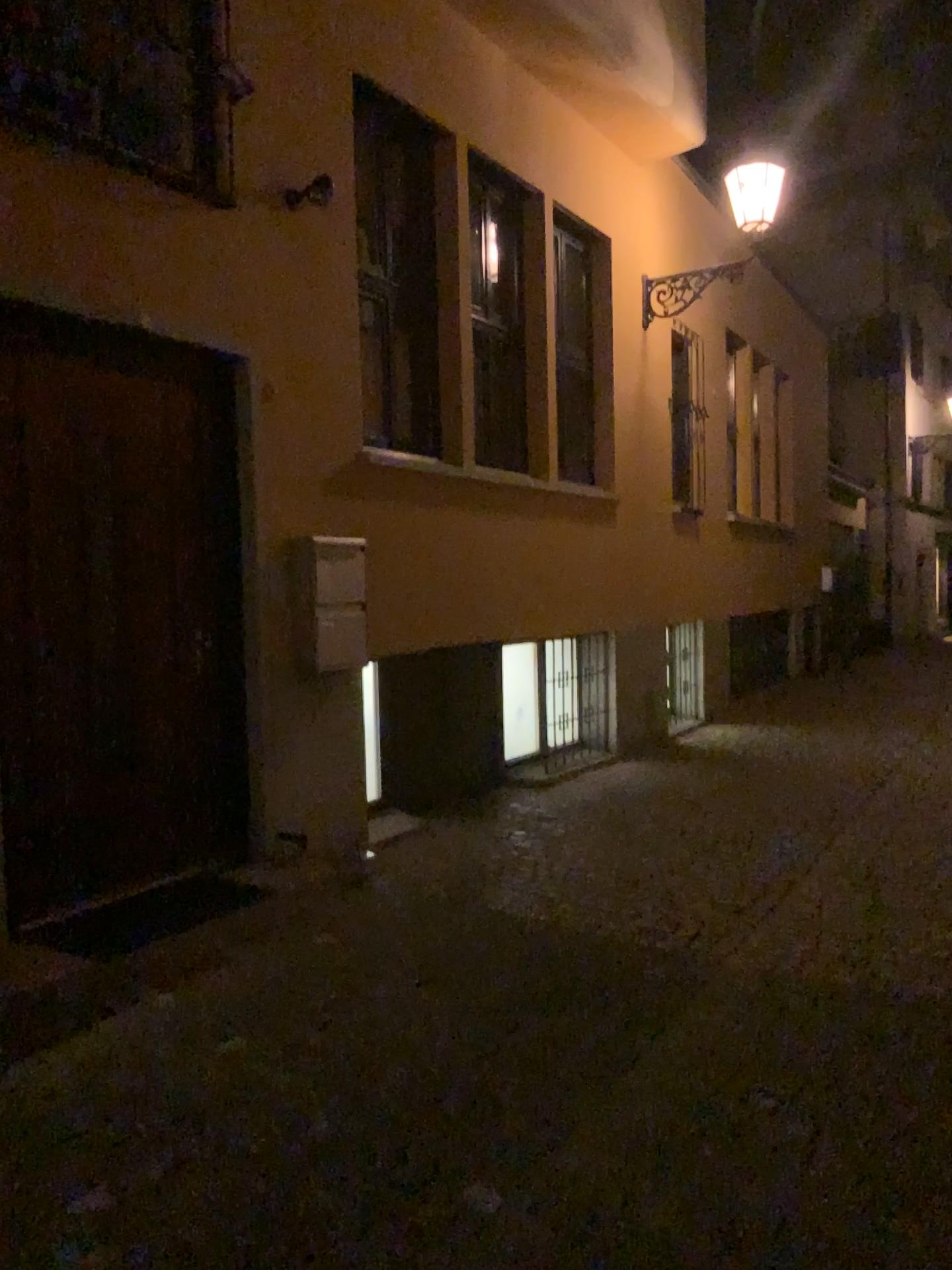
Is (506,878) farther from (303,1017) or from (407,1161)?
(407,1161)
